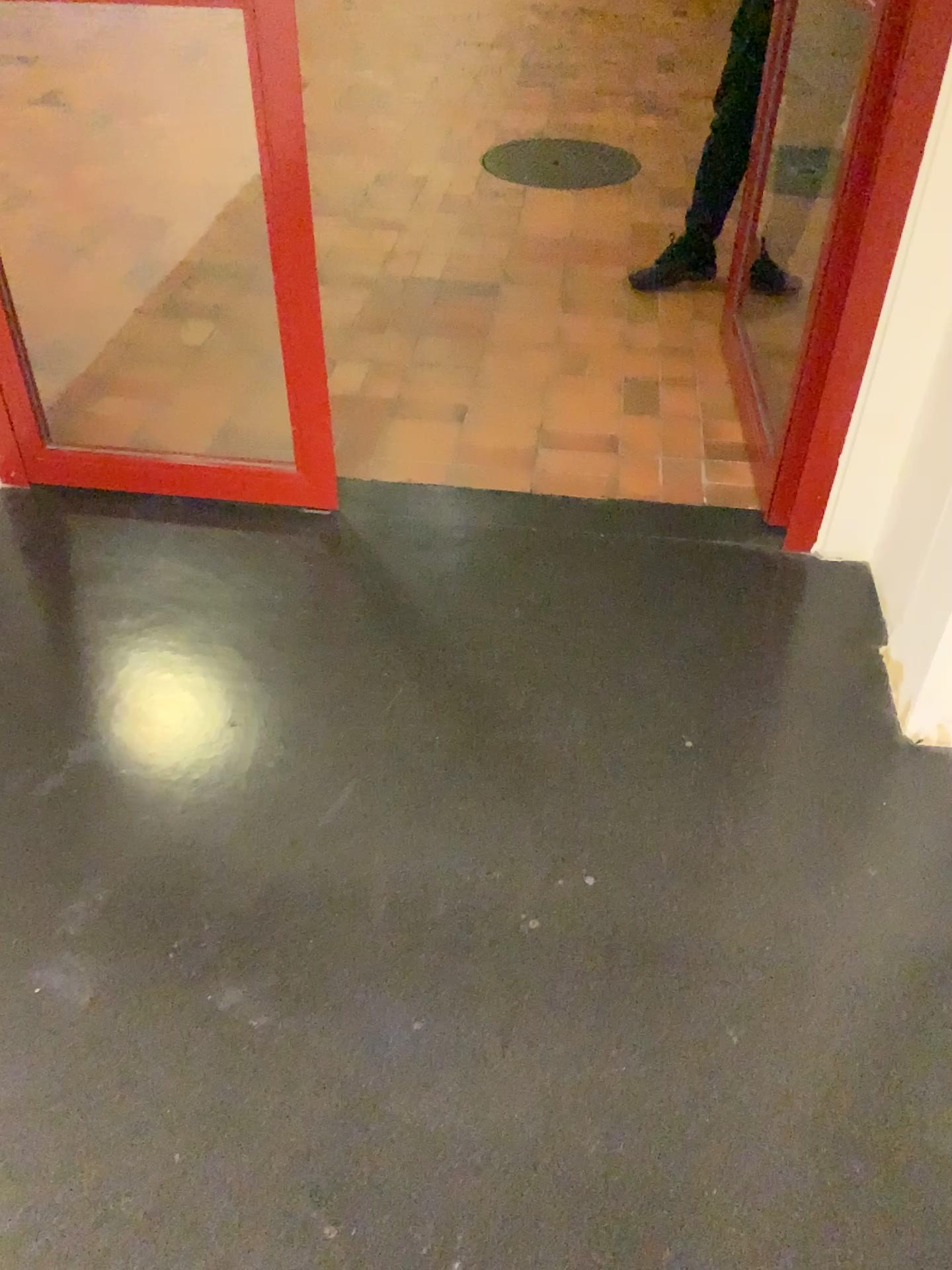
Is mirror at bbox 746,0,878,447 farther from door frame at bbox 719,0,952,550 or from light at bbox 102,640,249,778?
light at bbox 102,640,249,778

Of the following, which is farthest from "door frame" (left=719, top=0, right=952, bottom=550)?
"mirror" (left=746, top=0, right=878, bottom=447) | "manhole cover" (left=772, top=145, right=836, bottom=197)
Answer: "manhole cover" (left=772, top=145, right=836, bottom=197)

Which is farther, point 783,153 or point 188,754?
point 783,153

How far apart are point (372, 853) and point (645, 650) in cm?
71

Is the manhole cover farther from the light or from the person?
the light

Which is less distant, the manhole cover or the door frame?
the door frame

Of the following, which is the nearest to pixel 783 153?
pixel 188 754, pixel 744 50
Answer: pixel 744 50

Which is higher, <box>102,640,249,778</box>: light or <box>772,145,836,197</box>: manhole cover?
<box>772,145,836,197</box>: manhole cover

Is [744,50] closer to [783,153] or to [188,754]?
[783,153]
